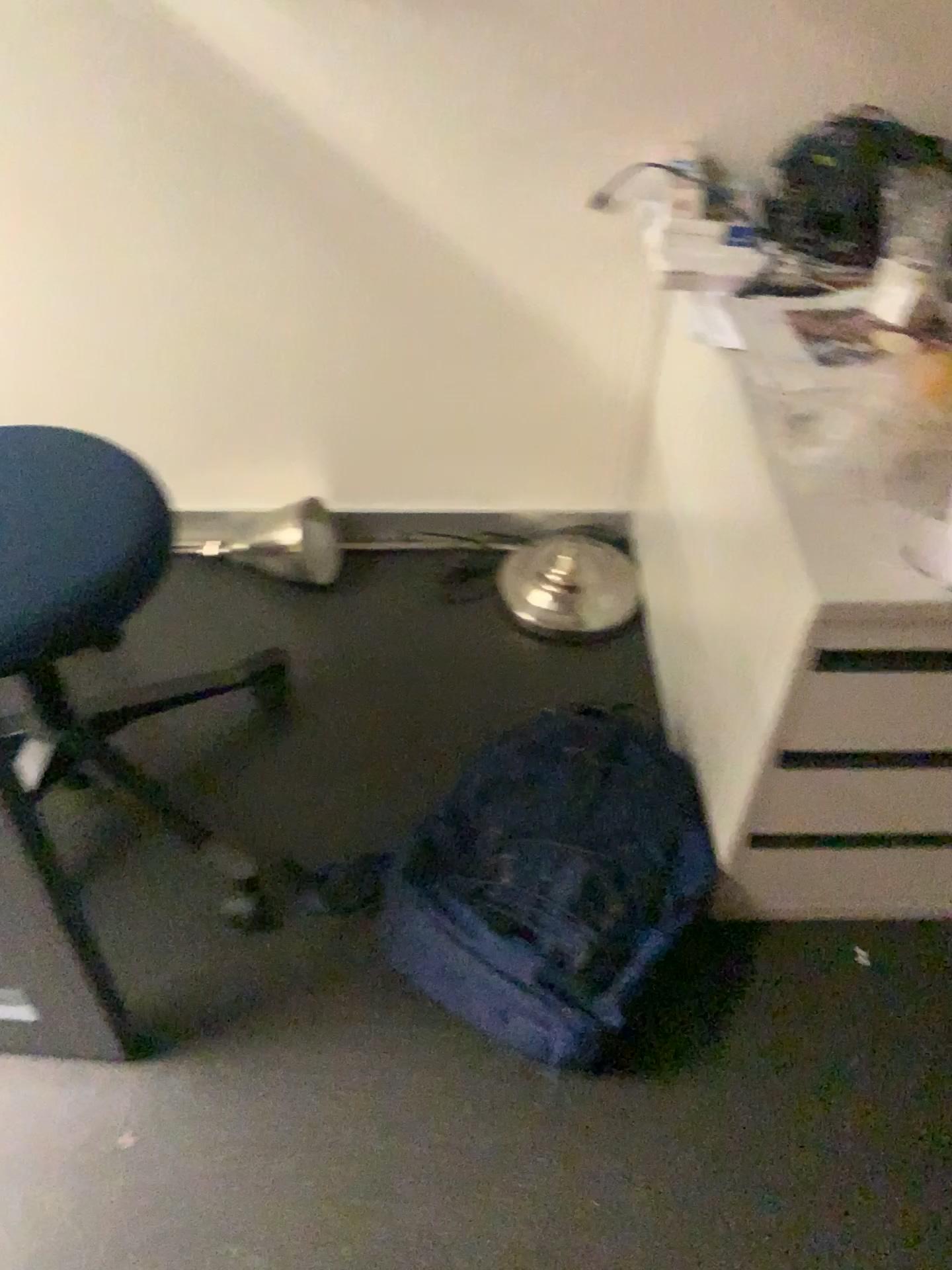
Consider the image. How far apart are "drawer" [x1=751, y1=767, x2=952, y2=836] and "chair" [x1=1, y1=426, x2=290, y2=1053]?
0.7 meters

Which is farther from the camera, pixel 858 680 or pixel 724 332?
pixel 724 332

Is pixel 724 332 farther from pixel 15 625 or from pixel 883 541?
pixel 15 625

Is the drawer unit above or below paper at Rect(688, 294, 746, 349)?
below

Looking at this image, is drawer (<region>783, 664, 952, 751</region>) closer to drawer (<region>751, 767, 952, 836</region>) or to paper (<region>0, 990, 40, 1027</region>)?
drawer (<region>751, 767, 952, 836</region>)

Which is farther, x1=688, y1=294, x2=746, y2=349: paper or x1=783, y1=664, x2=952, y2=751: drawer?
x1=688, y1=294, x2=746, y2=349: paper

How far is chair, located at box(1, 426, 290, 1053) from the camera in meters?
1.1 m

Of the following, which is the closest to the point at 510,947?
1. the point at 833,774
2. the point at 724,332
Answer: the point at 833,774

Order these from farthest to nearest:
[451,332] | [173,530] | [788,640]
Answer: [173,530] < [451,332] < [788,640]

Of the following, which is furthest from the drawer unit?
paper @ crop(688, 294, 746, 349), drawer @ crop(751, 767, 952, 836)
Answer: paper @ crop(688, 294, 746, 349)
